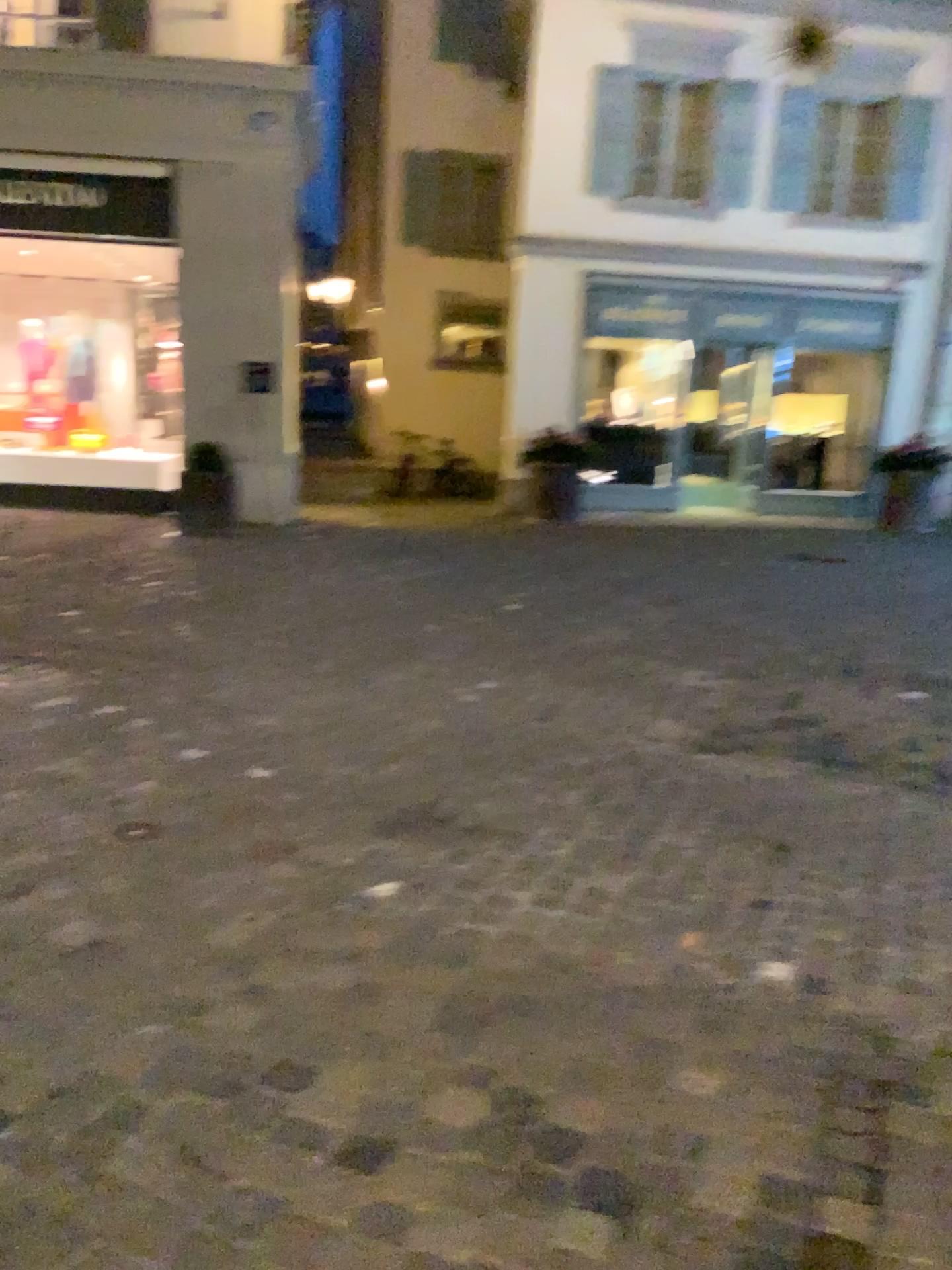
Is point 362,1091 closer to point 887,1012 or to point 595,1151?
point 595,1151
